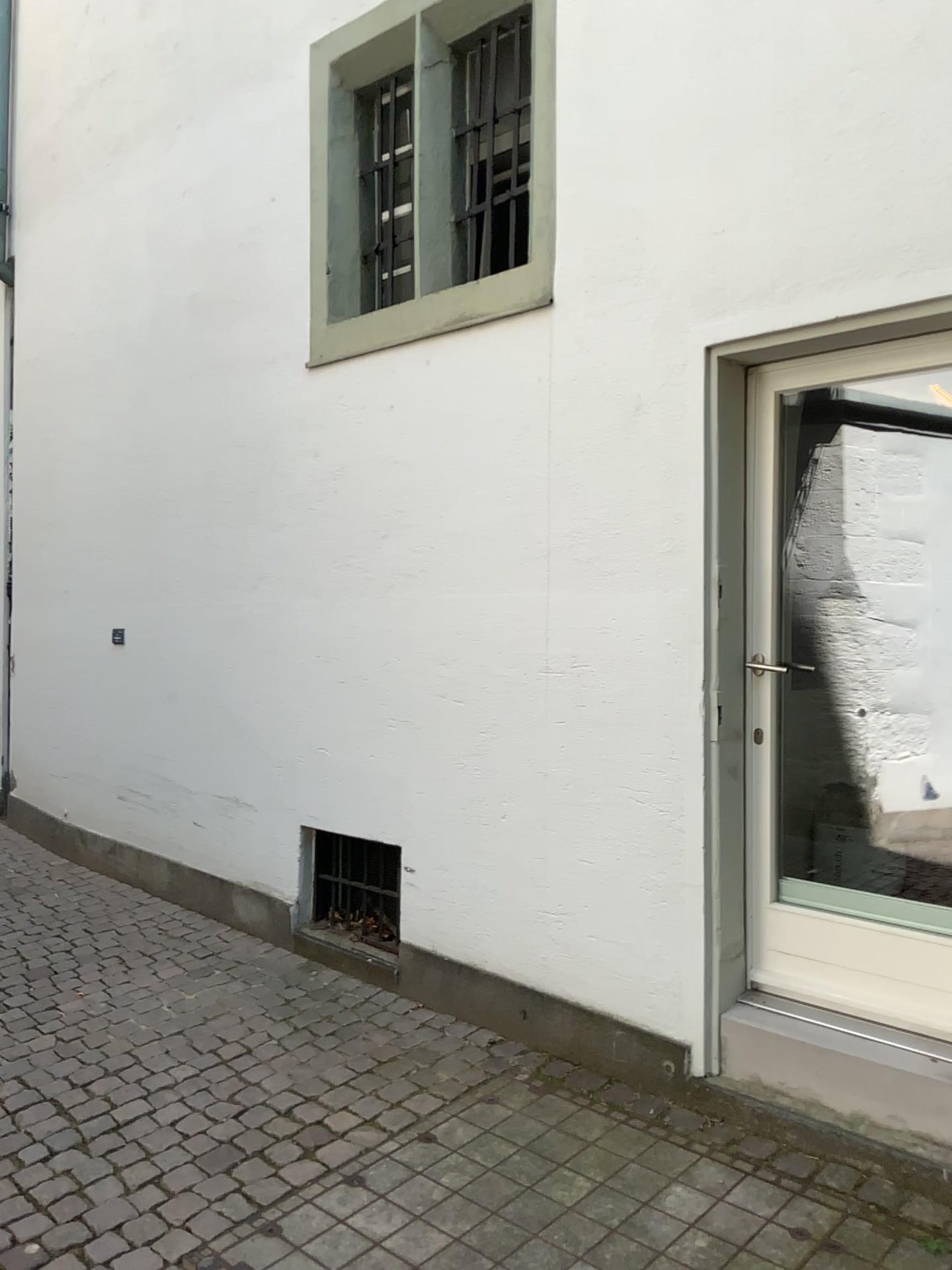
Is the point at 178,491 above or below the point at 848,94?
below

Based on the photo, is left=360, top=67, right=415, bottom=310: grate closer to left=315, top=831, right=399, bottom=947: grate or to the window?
the window

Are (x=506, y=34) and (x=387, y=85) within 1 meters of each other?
yes

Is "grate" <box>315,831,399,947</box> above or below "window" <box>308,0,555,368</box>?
below

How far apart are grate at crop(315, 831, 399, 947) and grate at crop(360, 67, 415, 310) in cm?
213

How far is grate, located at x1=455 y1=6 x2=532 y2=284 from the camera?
3.7m

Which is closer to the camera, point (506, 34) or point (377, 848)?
point (506, 34)

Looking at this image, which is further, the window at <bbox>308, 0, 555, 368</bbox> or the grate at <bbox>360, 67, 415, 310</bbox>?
the grate at <bbox>360, 67, 415, 310</bbox>

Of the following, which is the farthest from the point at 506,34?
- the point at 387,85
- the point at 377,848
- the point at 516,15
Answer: the point at 377,848

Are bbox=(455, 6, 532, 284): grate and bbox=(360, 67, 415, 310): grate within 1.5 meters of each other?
yes
